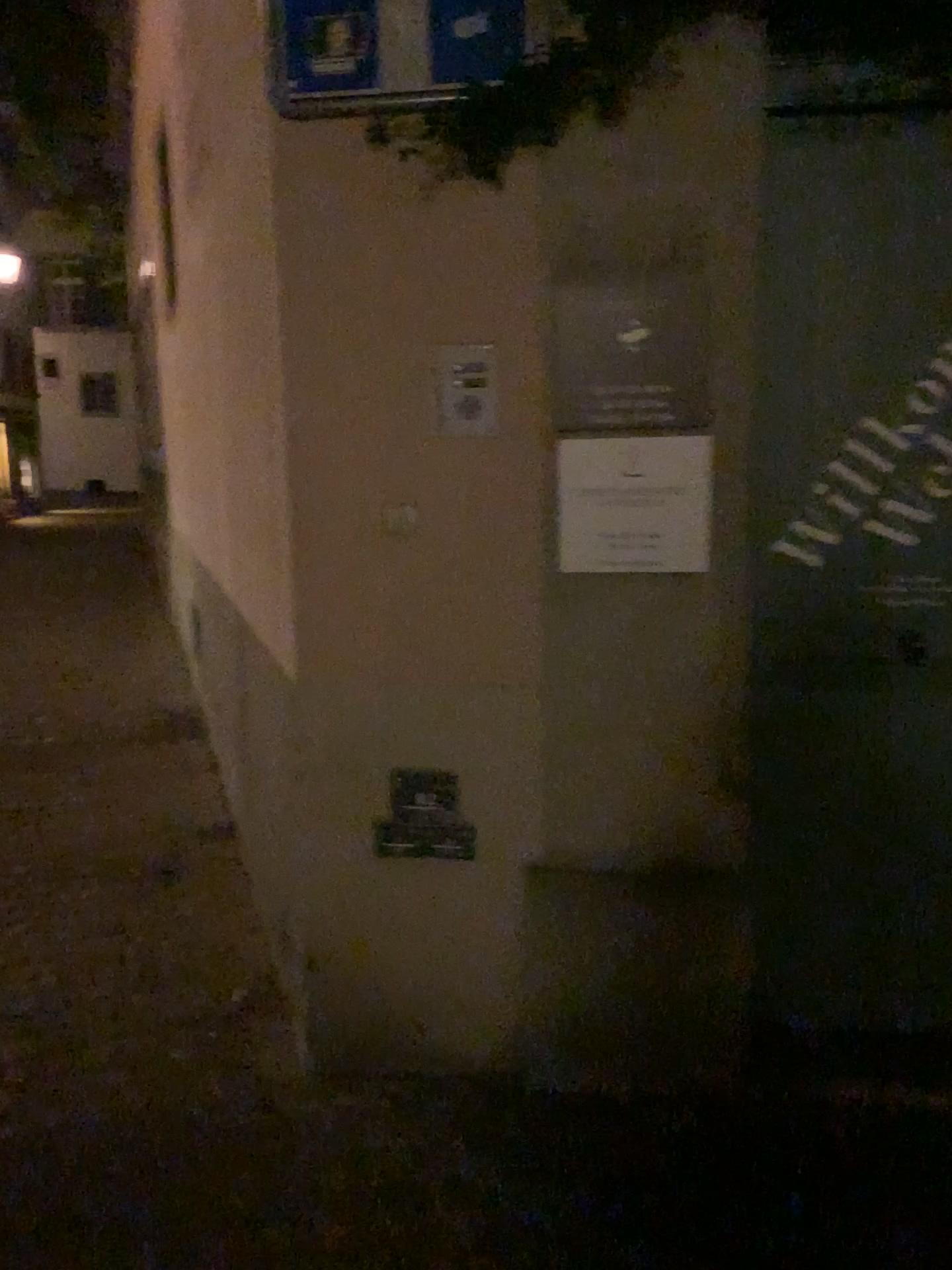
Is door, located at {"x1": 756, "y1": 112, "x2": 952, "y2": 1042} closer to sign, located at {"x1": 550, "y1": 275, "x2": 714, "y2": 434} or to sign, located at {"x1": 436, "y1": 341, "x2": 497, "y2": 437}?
sign, located at {"x1": 550, "y1": 275, "x2": 714, "y2": 434}

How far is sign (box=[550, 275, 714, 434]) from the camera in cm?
208

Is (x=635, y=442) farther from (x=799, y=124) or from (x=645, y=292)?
(x=799, y=124)

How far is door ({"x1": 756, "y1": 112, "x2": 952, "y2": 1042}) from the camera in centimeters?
219cm

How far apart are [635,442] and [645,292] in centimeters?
29cm

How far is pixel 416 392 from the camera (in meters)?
2.19

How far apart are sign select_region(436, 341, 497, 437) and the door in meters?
0.6 m

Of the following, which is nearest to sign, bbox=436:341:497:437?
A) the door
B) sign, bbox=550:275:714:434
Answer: sign, bbox=550:275:714:434

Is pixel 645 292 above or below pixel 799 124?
below
